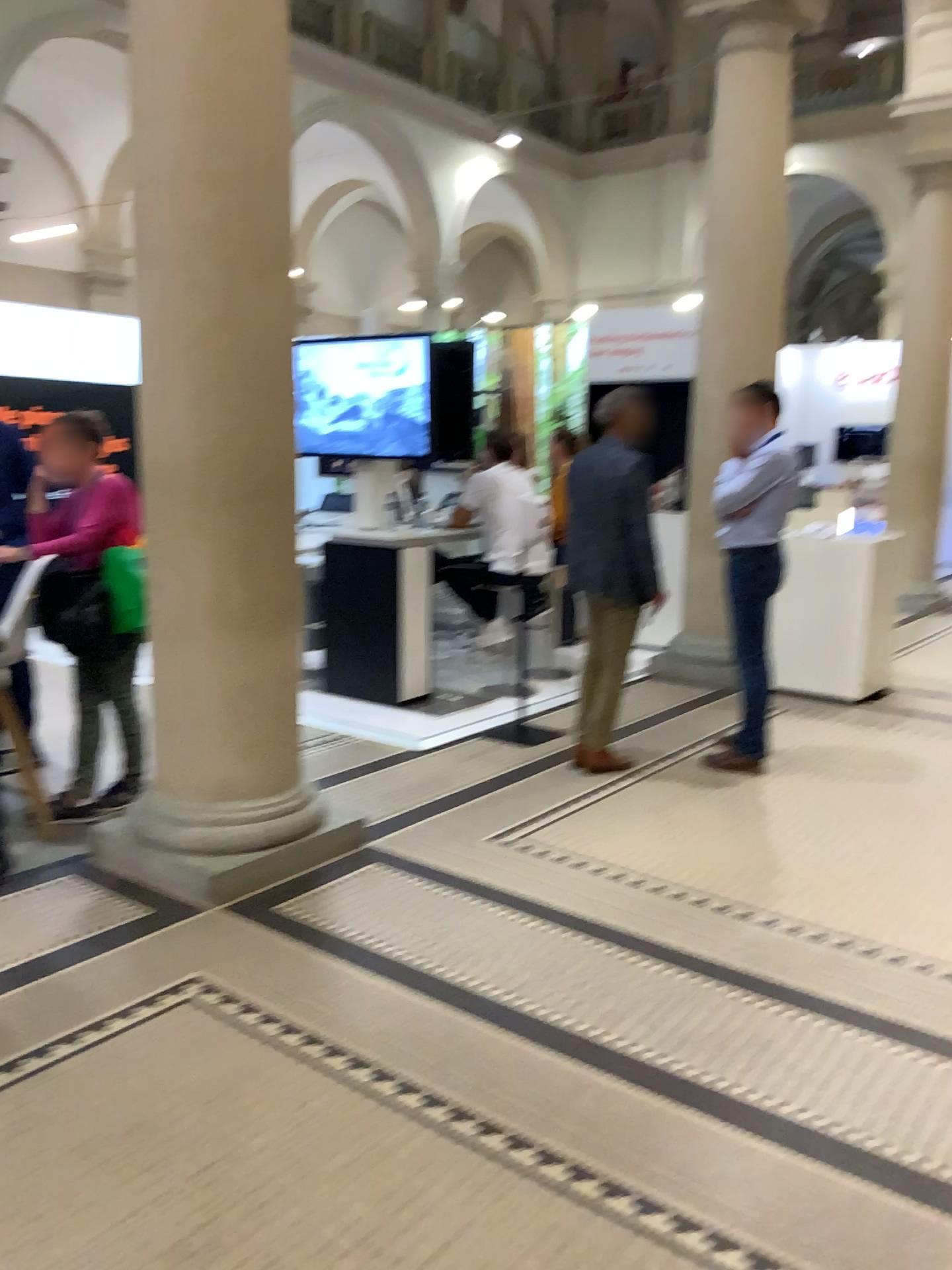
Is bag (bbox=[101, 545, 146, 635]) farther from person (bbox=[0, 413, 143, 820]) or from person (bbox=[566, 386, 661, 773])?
person (bbox=[566, 386, 661, 773])

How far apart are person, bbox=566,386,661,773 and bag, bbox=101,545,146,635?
1.9 meters

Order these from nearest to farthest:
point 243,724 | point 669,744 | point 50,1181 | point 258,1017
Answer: point 50,1181, point 258,1017, point 243,724, point 669,744

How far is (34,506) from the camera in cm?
403

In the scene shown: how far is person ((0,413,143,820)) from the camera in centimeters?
403cm

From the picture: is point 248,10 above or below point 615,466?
above

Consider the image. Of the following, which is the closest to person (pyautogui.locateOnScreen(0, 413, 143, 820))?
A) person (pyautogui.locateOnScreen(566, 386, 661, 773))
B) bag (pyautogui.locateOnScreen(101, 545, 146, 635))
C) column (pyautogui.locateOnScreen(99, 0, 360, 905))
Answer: bag (pyautogui.locateOnScreen(101, 545, 146, 635))

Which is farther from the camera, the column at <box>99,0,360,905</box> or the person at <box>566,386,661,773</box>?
the person at <box>566,386,661,773</box>

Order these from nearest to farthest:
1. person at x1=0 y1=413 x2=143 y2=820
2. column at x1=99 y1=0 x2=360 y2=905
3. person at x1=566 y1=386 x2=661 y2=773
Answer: column at x1=99 y1=0 x2=360 y2=905 → person at x1=0 y1=413 x2=143 y2=820 → person at x1=566 y1=386 x2=661 y2=773

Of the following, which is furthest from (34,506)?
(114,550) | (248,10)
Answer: (248,10)
